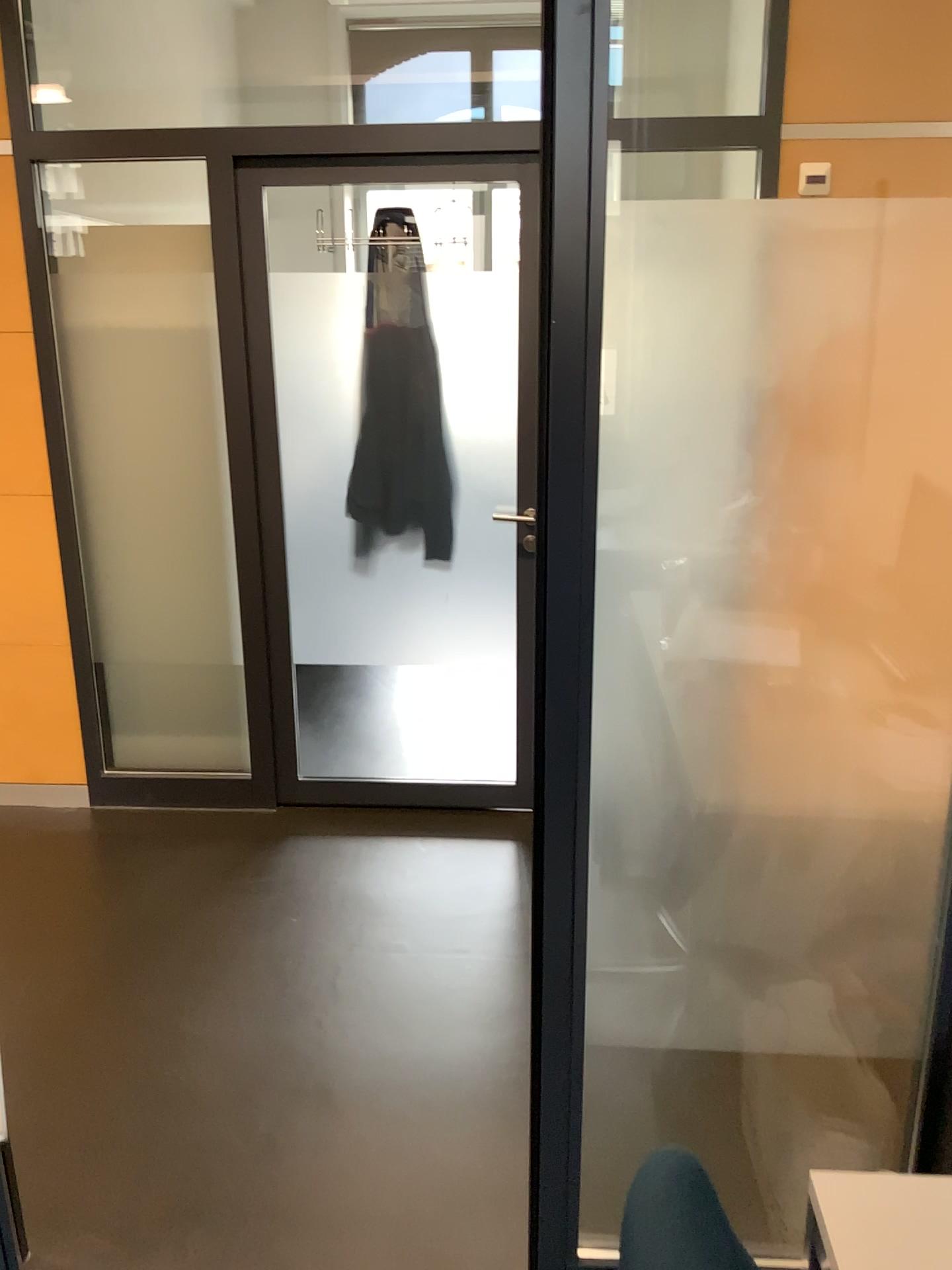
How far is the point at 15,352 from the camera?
3.23m

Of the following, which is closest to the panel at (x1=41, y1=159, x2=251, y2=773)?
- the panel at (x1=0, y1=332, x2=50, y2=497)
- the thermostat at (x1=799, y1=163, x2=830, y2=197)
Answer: the panel at (x1=0, y1=332, x2=50, y2=497)

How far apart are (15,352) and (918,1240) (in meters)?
3.20

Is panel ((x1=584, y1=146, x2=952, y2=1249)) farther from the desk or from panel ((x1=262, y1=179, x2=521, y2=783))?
panel ((x1=262, y1=179, x2=521, y2=783))

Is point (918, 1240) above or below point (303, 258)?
below

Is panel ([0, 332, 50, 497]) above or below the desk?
above

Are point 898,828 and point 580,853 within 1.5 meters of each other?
yes

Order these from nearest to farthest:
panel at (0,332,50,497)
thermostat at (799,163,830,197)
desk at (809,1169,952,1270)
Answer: desk at (809,1169,952,1270)
thermostat at (799,163,830,197)
panel at (0,332,50,497)

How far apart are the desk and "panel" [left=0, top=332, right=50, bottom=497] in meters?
3.0 m

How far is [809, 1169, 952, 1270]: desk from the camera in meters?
1.0
